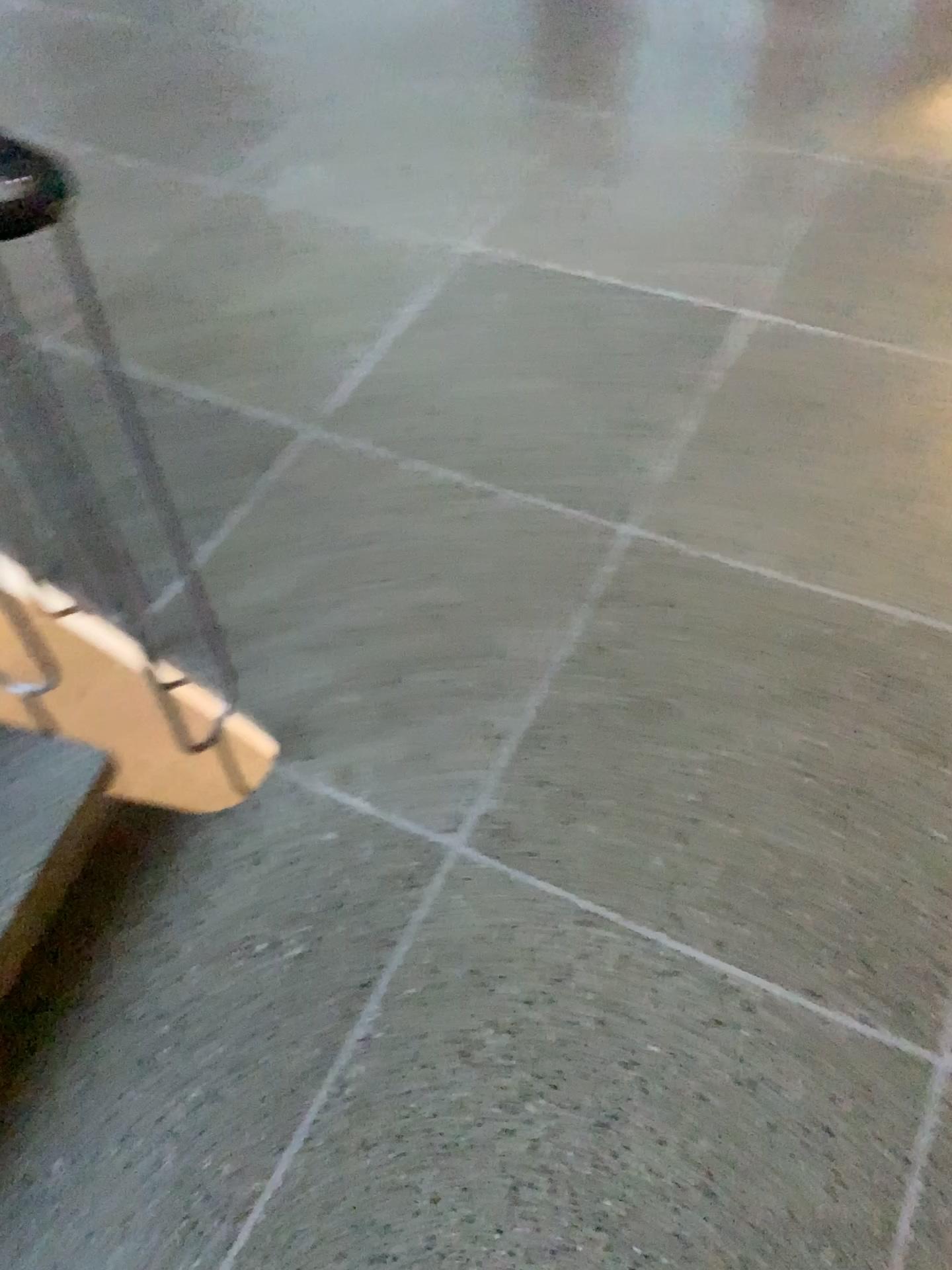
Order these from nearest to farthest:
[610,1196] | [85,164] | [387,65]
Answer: [610,1196] → [85,164] → [387,65]

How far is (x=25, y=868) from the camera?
1.4 meters

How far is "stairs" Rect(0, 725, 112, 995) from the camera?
1.4 meters
